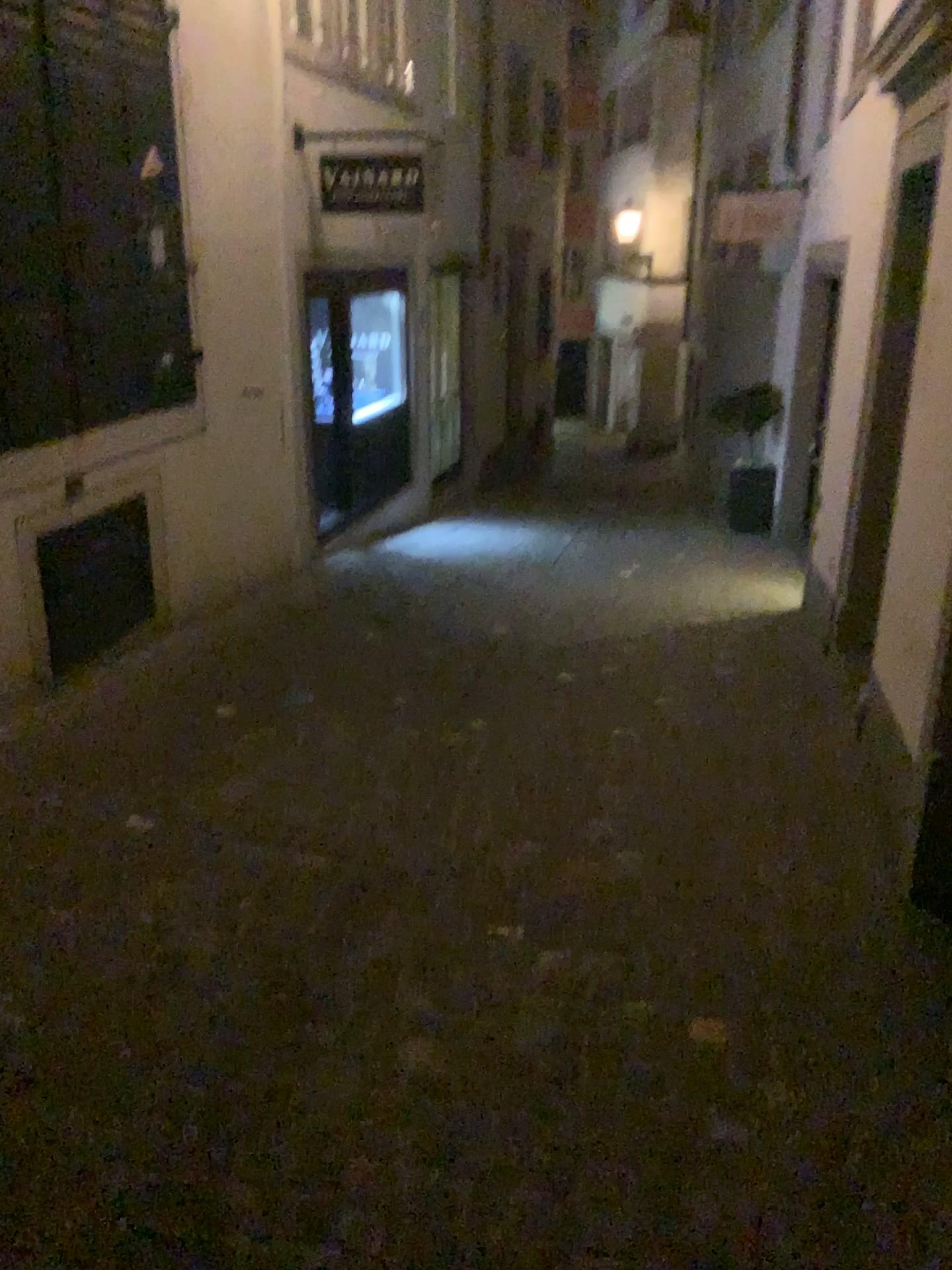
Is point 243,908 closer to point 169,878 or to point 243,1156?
point 169,878
